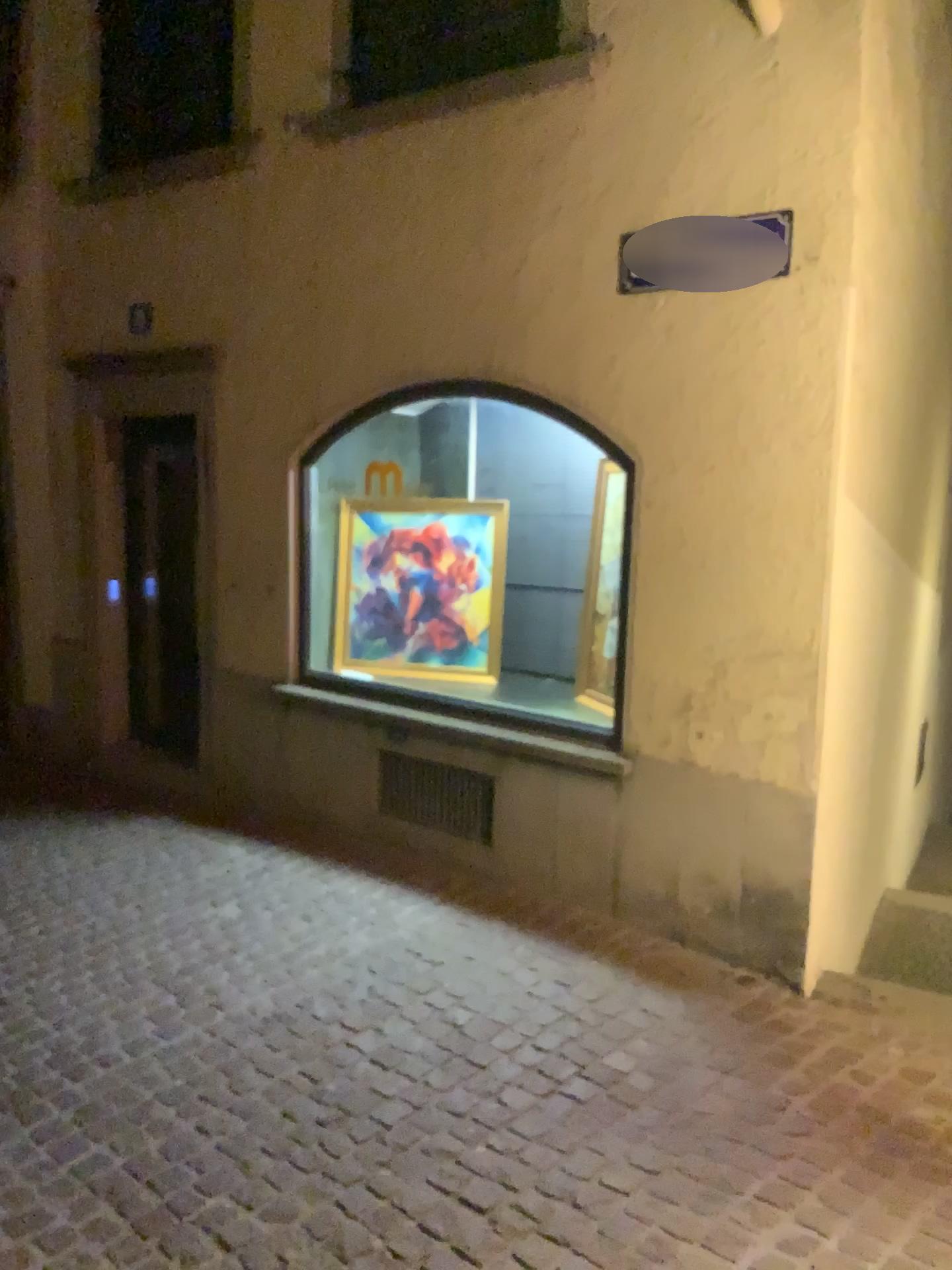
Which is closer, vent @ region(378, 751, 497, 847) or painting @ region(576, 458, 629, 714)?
painting @ region(576, 458, 629, 714)

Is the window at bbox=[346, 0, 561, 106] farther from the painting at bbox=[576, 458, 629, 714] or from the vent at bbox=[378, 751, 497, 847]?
the vent at bbox=[378, 751, 497, 847]

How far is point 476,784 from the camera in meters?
4.6 m

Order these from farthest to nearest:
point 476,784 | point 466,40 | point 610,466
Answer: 1. point 476,784
2. point 466,40
3. point 610,466

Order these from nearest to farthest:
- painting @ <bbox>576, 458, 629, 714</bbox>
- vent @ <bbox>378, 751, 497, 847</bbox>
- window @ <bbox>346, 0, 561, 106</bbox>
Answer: painting @ <bbox>576, 458, 629, 714</bbox> → window @ <bbox>346, 0, 561, 106</bbox> → vent @ <bbox>378, 751, 497, 847</bbox>

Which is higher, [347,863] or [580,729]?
[580,729]

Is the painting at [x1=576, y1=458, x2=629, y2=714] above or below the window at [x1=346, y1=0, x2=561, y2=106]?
below

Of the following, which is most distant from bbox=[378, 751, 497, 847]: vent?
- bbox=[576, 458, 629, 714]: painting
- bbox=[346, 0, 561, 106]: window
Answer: bbox=[346, 0, 561, 106]: window

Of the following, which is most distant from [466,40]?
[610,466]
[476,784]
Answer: [476,784]

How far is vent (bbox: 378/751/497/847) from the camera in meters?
4.6 m
